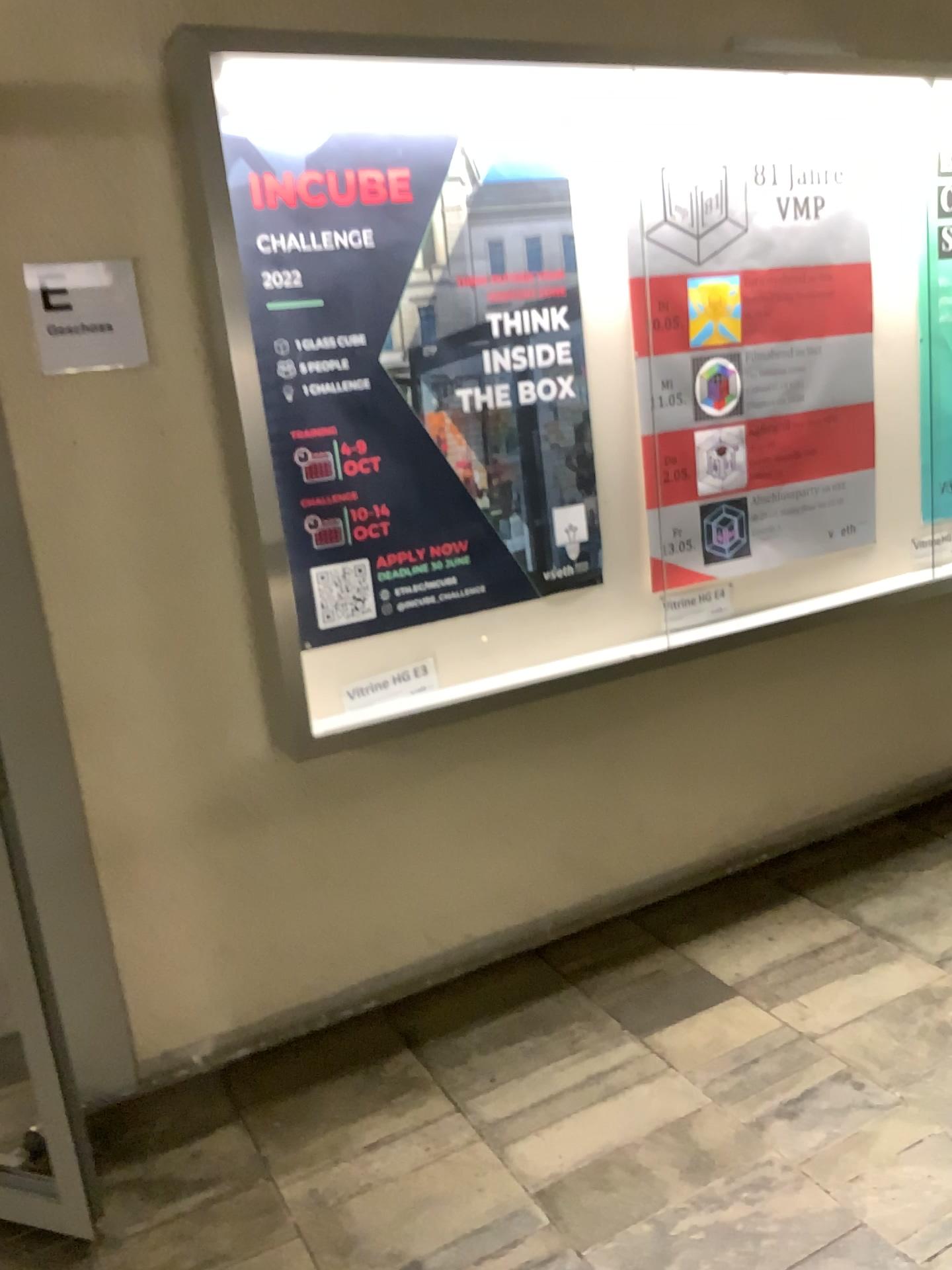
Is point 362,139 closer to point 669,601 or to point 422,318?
point 422,318

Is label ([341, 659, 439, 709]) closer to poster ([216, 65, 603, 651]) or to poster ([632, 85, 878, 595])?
poster ([216, 65, 603, 651])

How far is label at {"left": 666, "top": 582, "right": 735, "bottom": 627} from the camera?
2.9 meters

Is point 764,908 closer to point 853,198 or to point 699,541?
point 699,541

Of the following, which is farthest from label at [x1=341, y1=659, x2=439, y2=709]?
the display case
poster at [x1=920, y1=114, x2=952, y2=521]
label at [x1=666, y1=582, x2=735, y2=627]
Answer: poster at [x1=920, y1=114, x2=952, y2=521]

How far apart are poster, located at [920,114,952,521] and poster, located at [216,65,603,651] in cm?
119

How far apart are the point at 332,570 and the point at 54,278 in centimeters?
83cm

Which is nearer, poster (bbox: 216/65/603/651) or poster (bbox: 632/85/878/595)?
poster (bbox: 216/65/603/651)

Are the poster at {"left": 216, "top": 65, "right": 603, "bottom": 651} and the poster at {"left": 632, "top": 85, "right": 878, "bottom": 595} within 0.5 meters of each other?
yes

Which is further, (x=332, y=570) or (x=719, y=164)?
(x=719, y=164)
